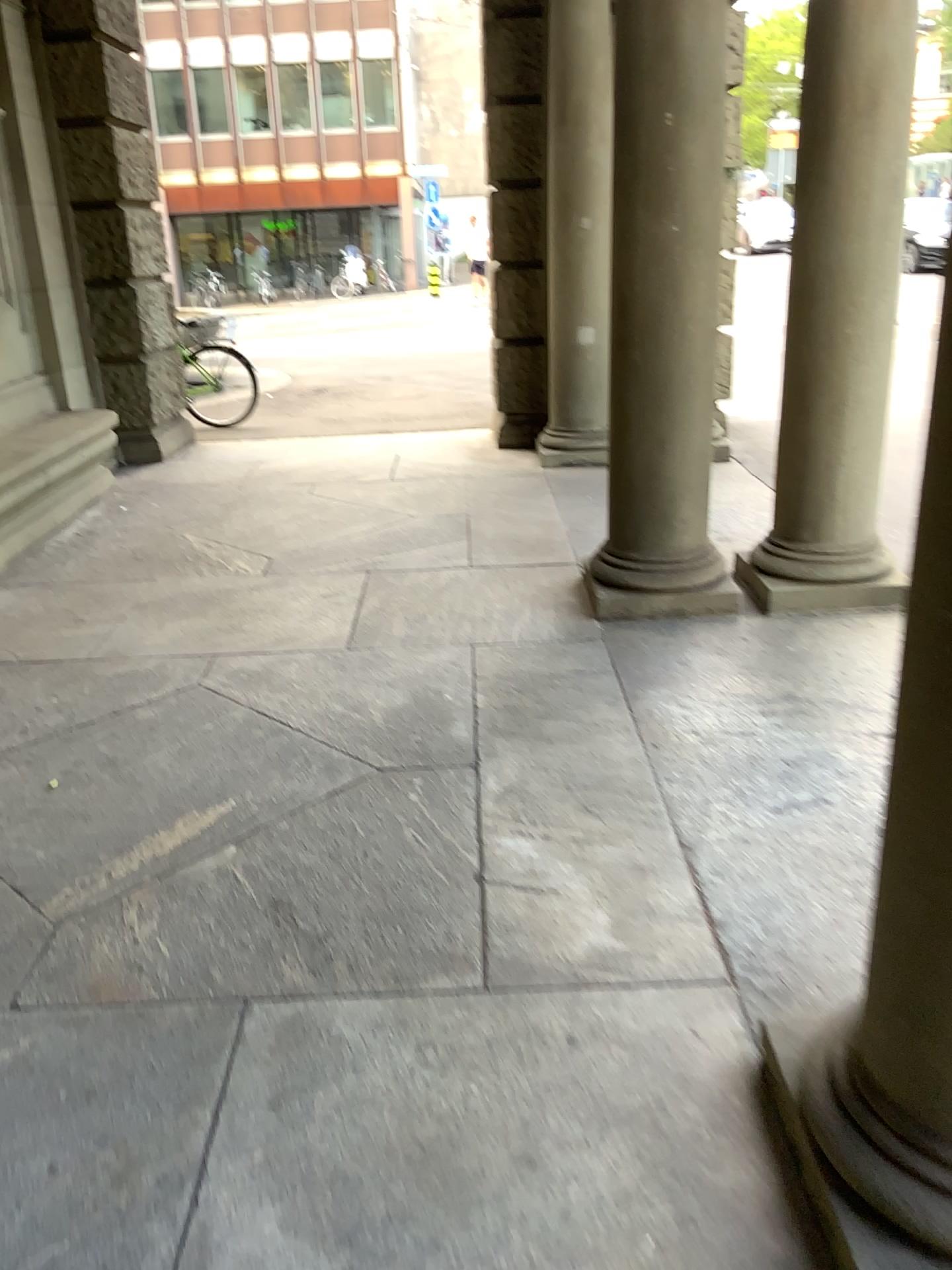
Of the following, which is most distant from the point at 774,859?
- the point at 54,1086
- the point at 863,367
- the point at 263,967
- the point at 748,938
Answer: the point at 863,367
